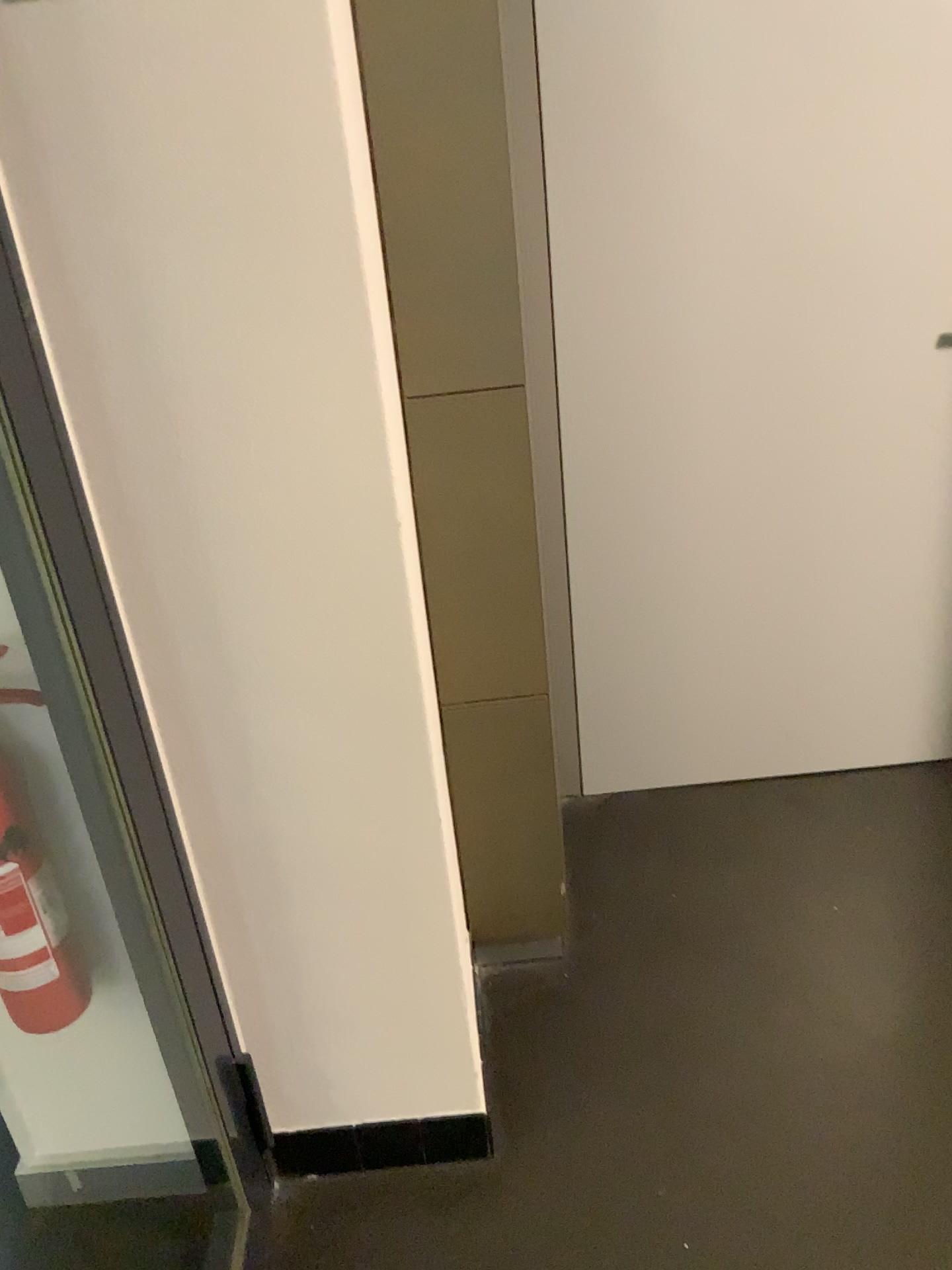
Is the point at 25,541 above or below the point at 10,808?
above

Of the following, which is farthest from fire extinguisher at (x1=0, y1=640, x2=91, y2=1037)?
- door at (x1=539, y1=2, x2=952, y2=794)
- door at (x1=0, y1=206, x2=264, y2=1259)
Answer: door at (x1=539, y1=2, x2=952, y2=794)

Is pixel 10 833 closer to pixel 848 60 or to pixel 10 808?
pixel 10 808

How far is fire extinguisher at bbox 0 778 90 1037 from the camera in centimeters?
128cm

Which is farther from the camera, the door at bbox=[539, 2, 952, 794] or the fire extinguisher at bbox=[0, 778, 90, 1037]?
the door at bbox=[539, 2, 952, 794]

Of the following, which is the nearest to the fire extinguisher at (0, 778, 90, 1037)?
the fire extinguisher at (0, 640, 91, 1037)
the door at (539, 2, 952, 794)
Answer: the fire extinguisher at (0, 640, 91, 1037)

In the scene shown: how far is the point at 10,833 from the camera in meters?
1.3 m

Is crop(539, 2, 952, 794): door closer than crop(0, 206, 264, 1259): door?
No

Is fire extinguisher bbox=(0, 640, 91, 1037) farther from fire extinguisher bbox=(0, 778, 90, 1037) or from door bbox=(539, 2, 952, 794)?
door bbox=(539, 2, 952, 794)

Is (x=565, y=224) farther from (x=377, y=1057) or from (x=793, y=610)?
(x=377, y=1057)
